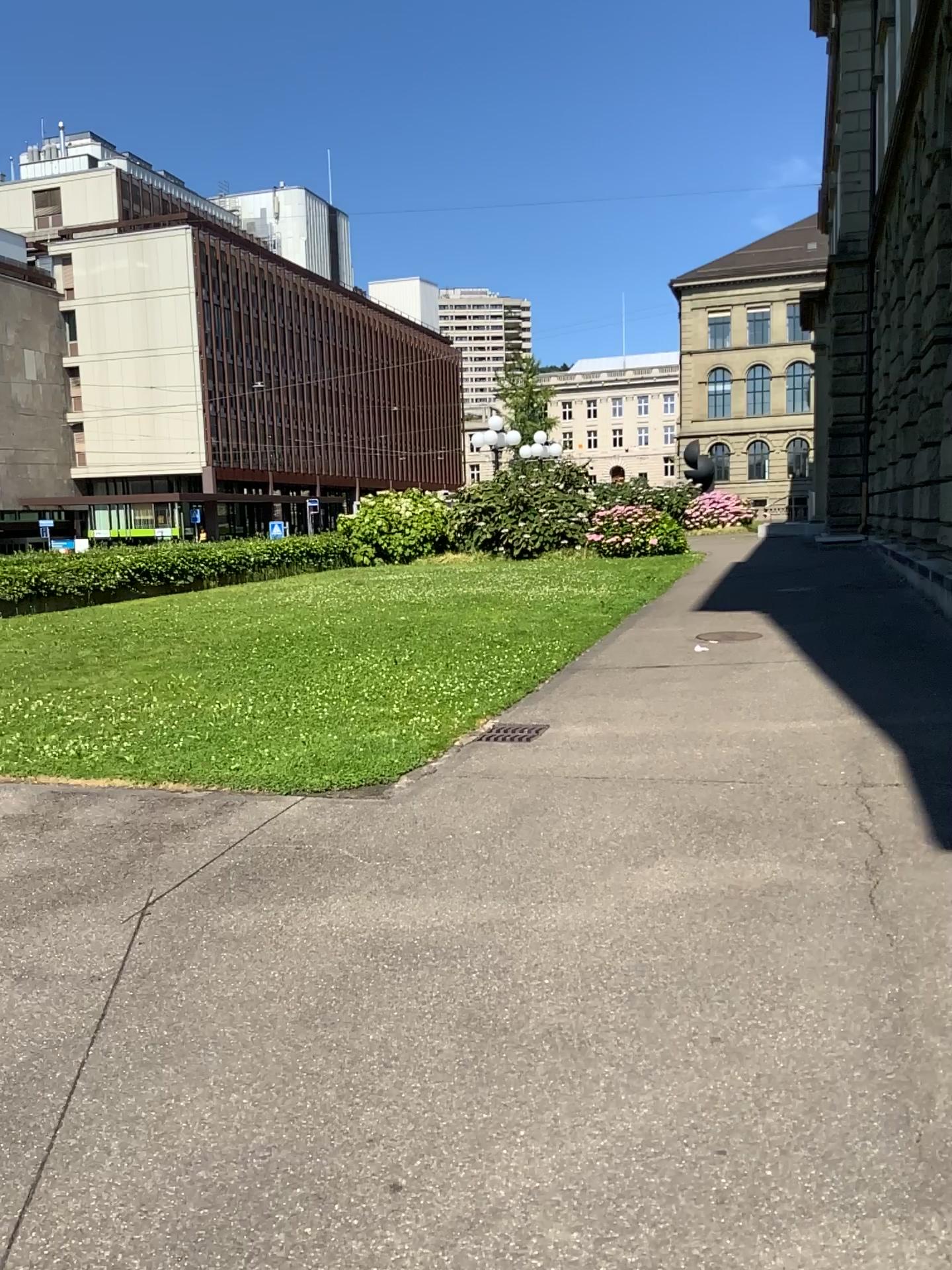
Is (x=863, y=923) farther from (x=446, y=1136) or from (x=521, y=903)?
(x=446, y=1136)
